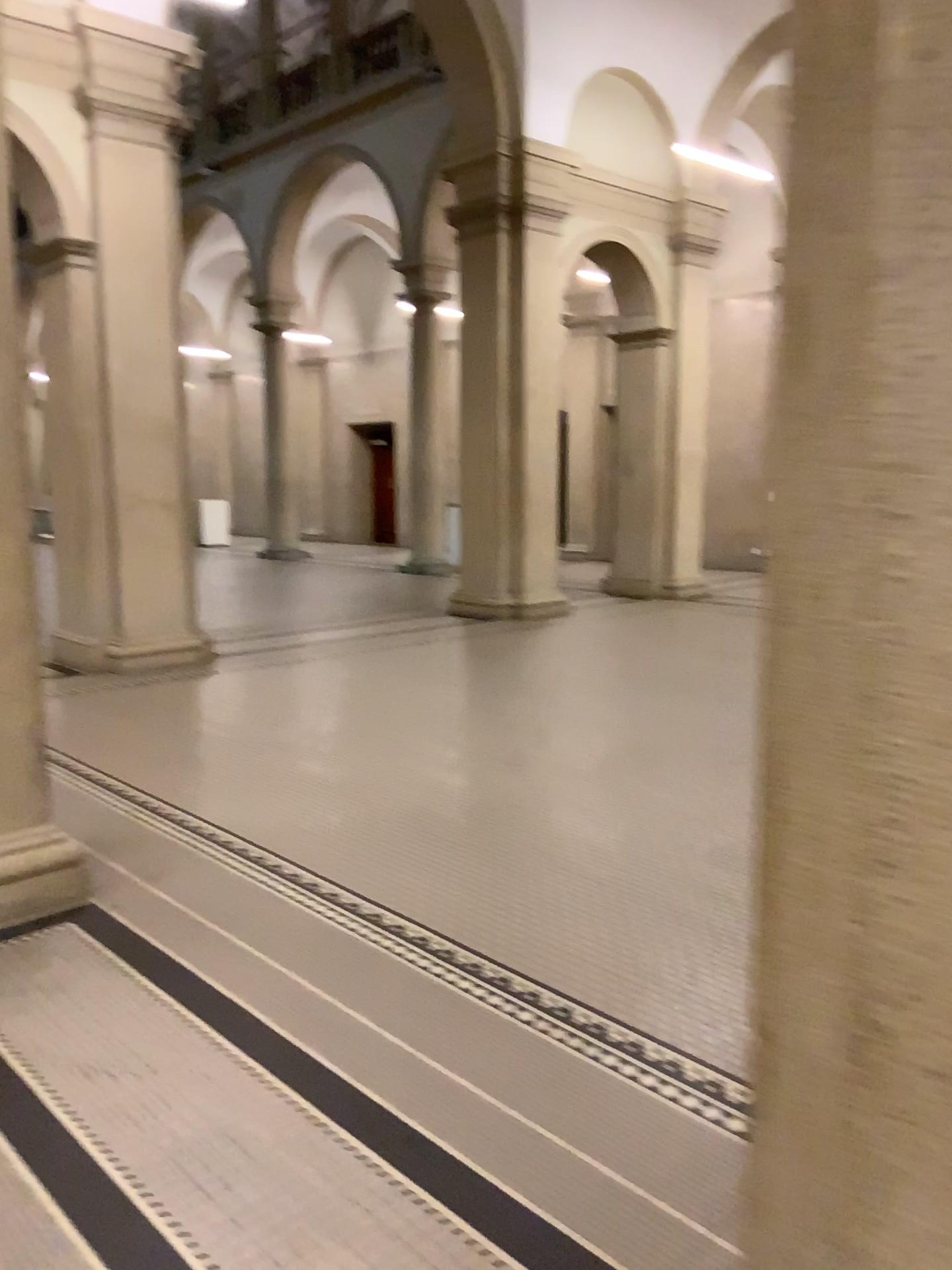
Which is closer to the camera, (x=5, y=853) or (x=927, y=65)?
(x=927, y=65)

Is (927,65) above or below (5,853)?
above

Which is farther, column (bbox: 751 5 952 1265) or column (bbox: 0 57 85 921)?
column (bbox: 0 57 85 921)

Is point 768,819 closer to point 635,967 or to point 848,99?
point 848,99
